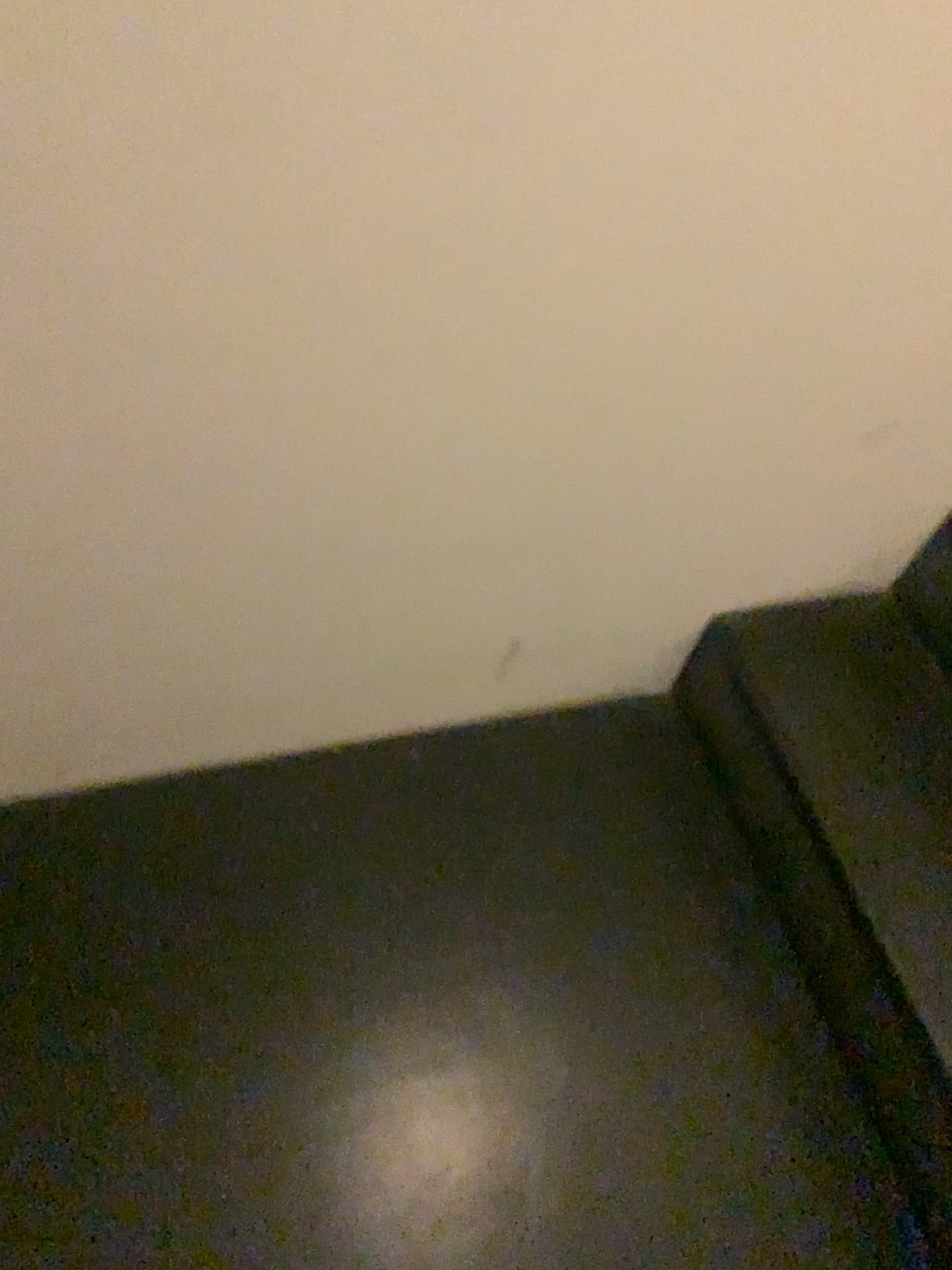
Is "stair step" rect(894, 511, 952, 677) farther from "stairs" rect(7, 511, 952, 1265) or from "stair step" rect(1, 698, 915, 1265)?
"stair step" rect(1, 698, 915, 1265)

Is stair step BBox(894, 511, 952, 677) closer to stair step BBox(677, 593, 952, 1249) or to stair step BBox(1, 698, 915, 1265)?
stair step BBox(677, 593, 952, 1249)

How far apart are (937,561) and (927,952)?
0.48m

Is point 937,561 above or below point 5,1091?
above

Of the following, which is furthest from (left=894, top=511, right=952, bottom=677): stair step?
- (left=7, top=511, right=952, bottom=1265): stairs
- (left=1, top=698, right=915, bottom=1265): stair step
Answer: (left=1, top=698, right=915, bottom=1265): stair step

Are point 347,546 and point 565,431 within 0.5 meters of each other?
yes

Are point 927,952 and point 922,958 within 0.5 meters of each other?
yes

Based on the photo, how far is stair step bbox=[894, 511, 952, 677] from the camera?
1.3 meters

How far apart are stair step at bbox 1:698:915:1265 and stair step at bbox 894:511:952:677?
0.33m

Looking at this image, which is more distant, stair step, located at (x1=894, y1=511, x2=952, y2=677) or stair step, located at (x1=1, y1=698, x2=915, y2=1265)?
stair step, located at (x1=894, y1=511, x2=952, y2=677)
